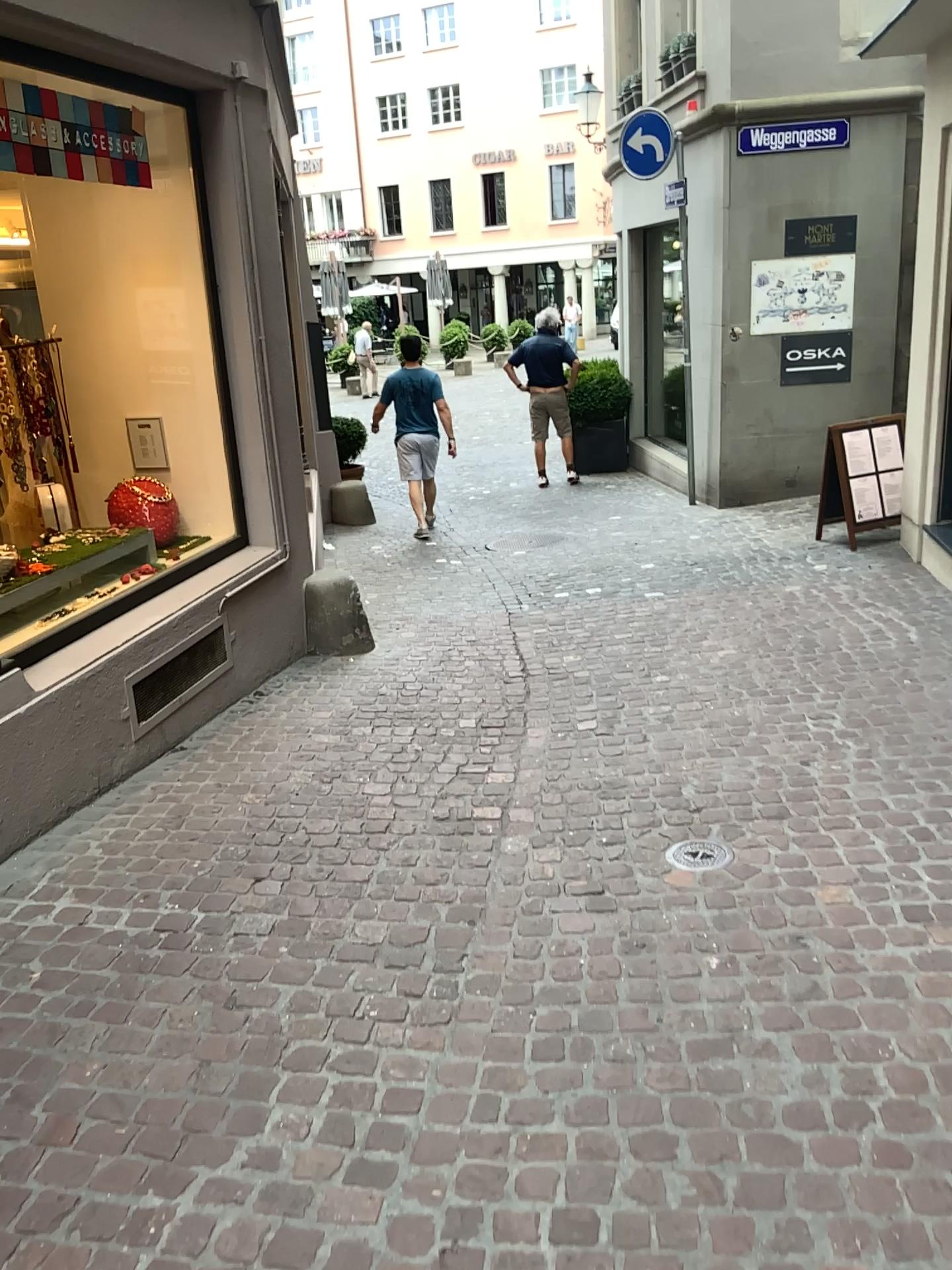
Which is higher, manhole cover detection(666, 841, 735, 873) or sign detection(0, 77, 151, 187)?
sign detection(0, 77, 151, 187)

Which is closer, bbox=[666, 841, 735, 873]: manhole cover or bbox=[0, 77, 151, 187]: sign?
bbox=[666, 841, 735, 873]: manhole cover

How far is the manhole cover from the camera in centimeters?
326cm

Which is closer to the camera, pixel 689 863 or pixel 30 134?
pixel 689 863

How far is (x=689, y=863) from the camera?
3.3m

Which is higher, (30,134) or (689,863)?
(30,134)

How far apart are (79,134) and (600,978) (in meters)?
3.48
